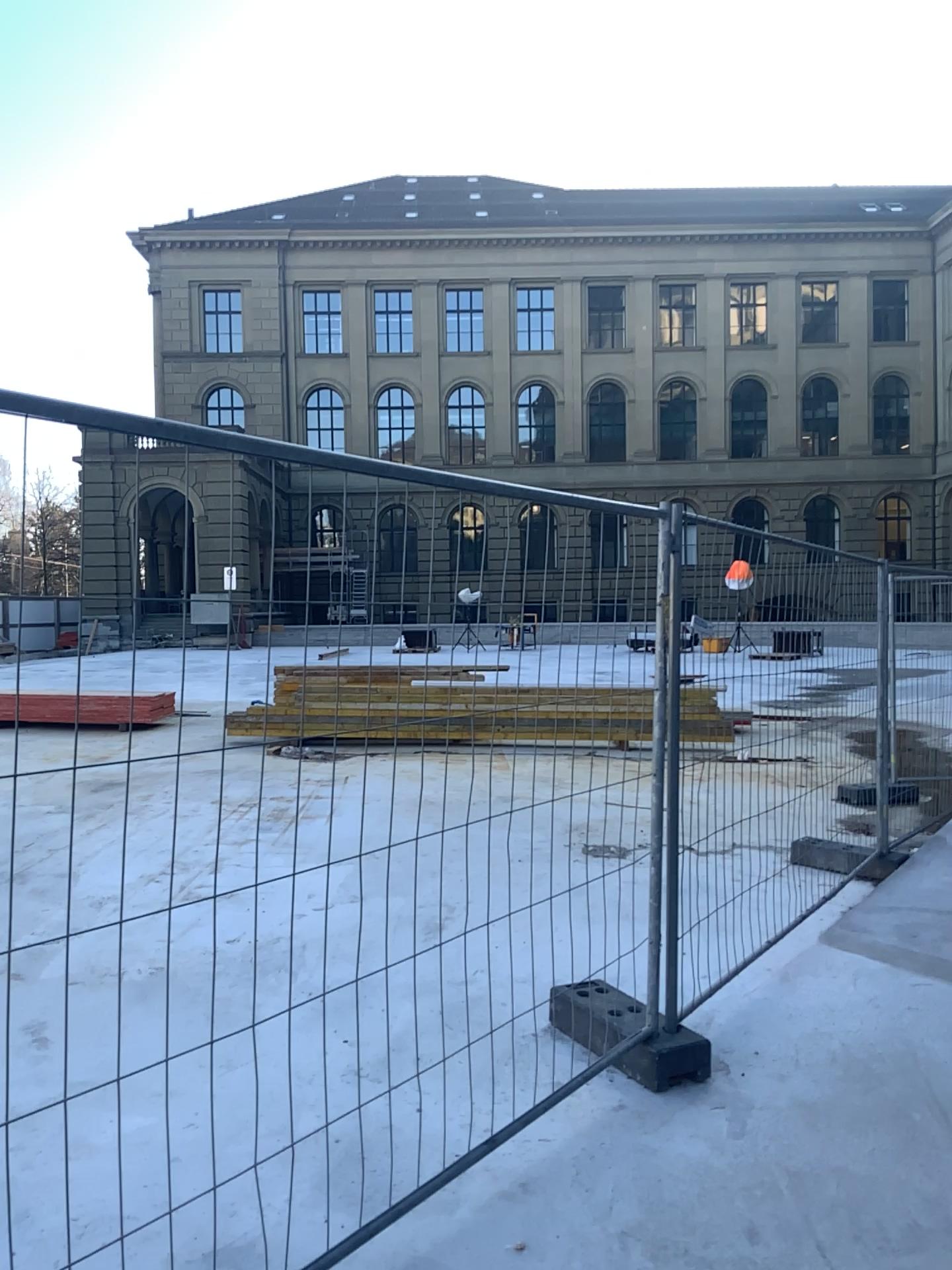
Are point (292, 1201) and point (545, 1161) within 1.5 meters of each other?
yes
